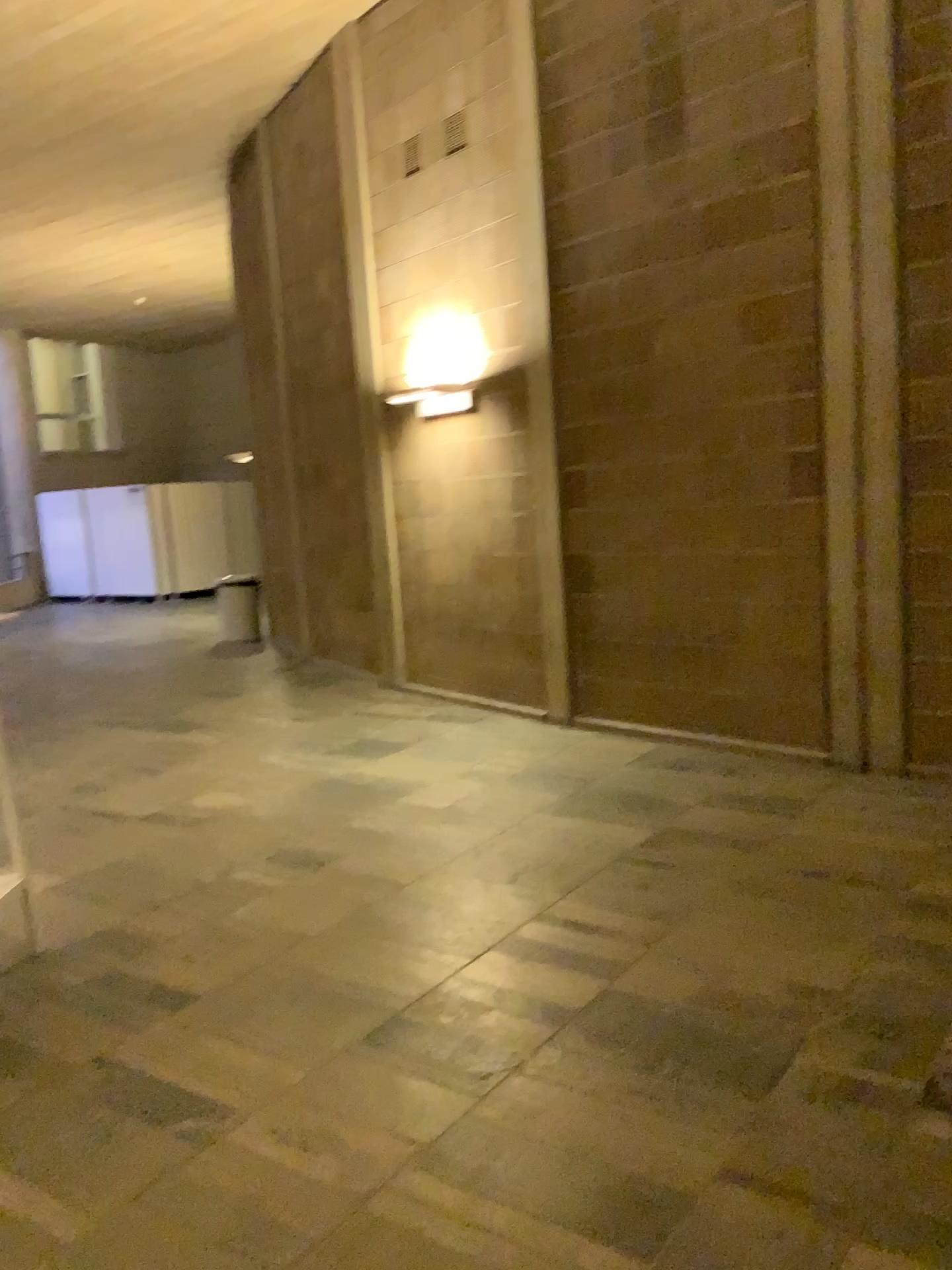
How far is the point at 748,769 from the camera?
5.3m
